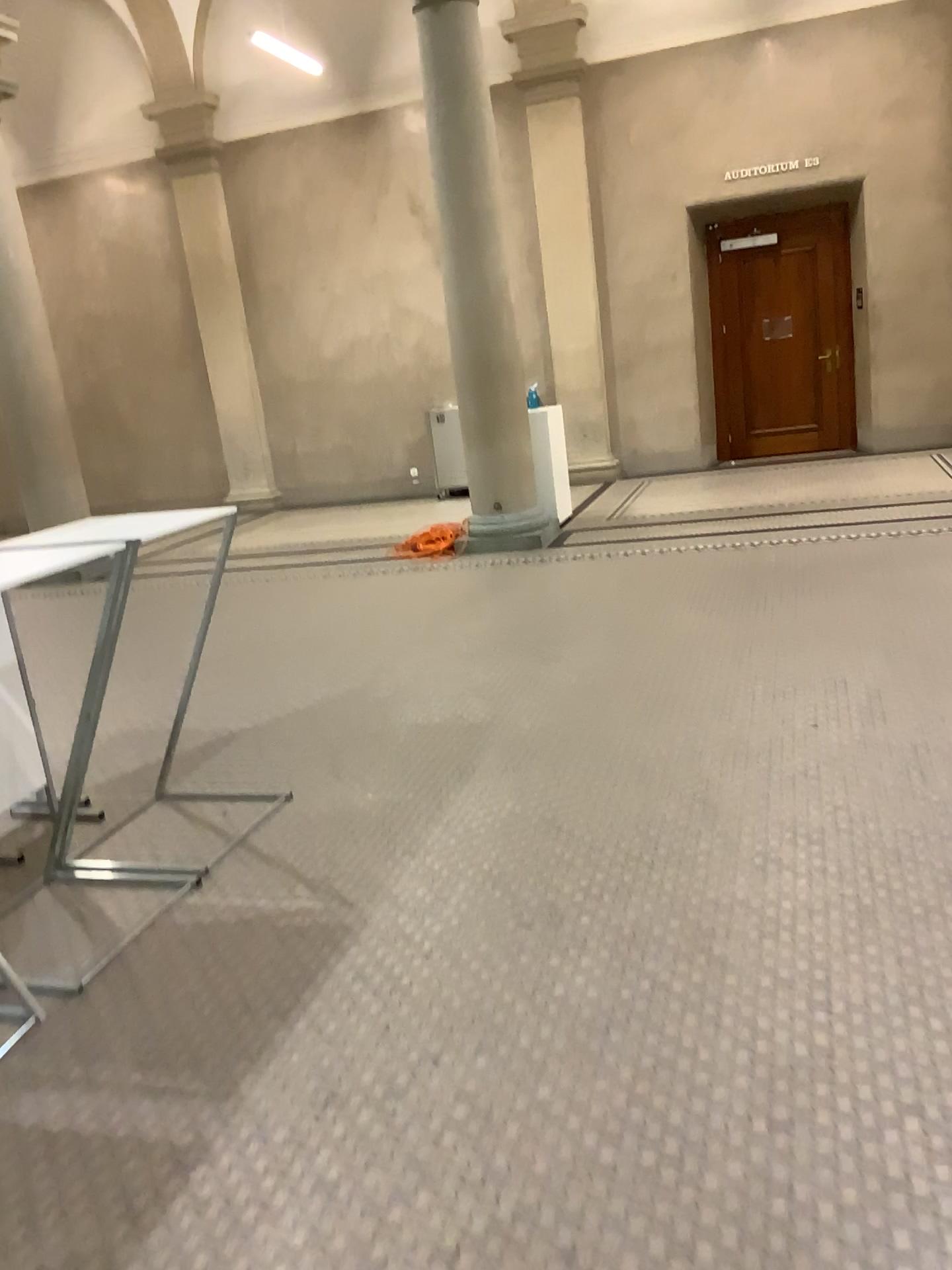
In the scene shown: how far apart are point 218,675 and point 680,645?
2.3m
